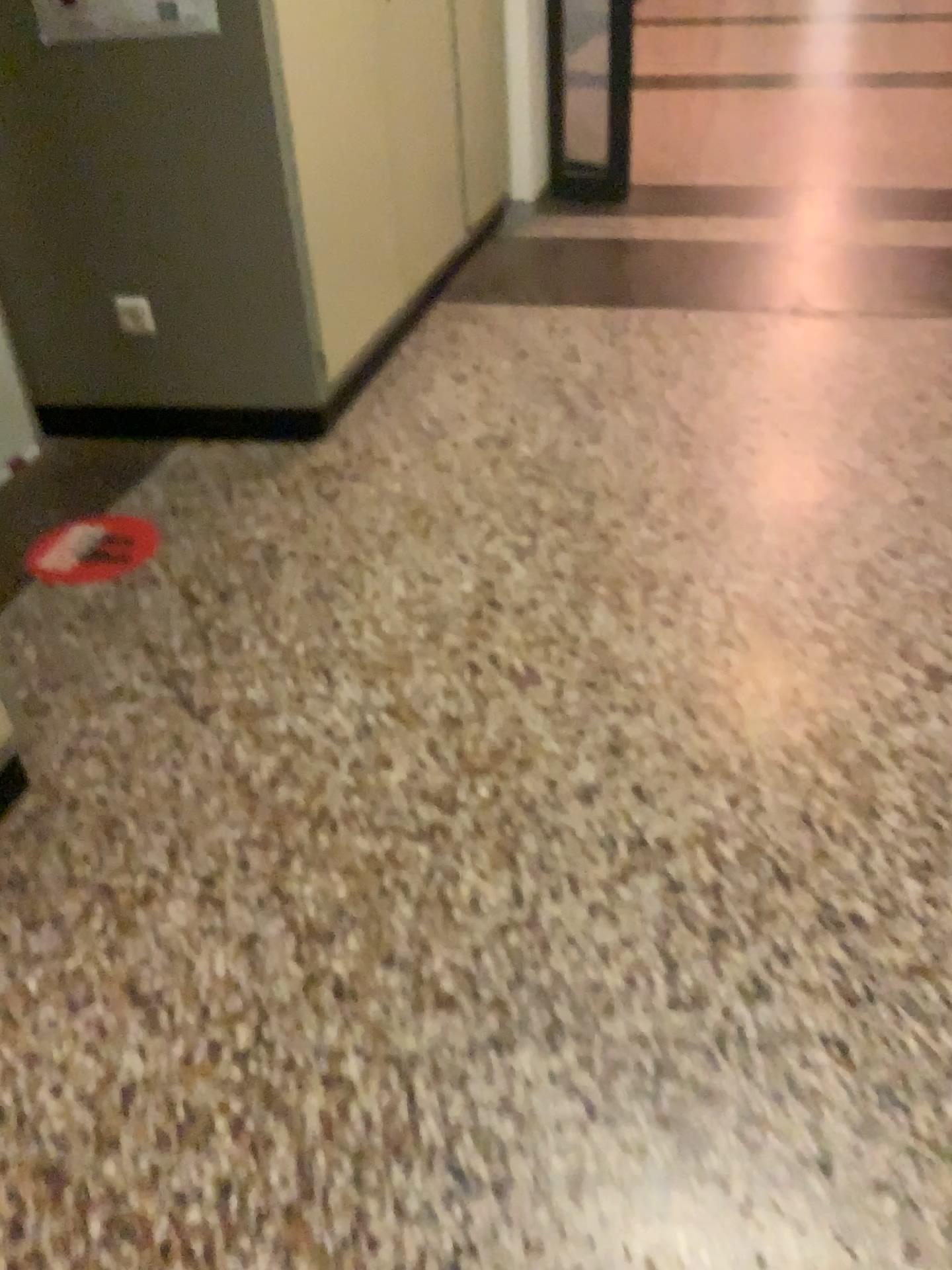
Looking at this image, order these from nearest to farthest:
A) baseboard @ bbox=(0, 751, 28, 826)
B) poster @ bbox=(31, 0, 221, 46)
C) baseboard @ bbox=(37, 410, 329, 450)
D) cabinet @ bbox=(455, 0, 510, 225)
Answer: baseboard @ bbox=(0, 751, 28, 826), poster @ bbox=(31, 0, 221, 46), baseboard @ bbox=(37, 410, 329, 450), cabinet @ bbox=(455, 0, 510, 225)

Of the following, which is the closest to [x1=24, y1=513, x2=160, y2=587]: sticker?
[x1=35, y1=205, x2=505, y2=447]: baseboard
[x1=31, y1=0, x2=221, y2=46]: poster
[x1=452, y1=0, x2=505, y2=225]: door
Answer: [x1=35, y1=205, x2=505, y2=447]: baseboard

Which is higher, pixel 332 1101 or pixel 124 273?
pixel 124 273

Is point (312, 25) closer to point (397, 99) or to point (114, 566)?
point (397, 99)

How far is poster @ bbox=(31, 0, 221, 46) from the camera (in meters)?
2.28

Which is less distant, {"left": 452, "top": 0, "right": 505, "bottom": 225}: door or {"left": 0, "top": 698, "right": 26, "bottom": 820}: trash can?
{"left": 0, "top": 698, "right": 26, "bottom": 820}: trash can

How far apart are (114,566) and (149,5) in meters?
1.2

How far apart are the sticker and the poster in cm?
108

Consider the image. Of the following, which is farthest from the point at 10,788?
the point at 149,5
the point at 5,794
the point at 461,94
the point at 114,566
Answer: the point at 461,94

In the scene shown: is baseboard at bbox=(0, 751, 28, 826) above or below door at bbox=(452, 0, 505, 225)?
below
